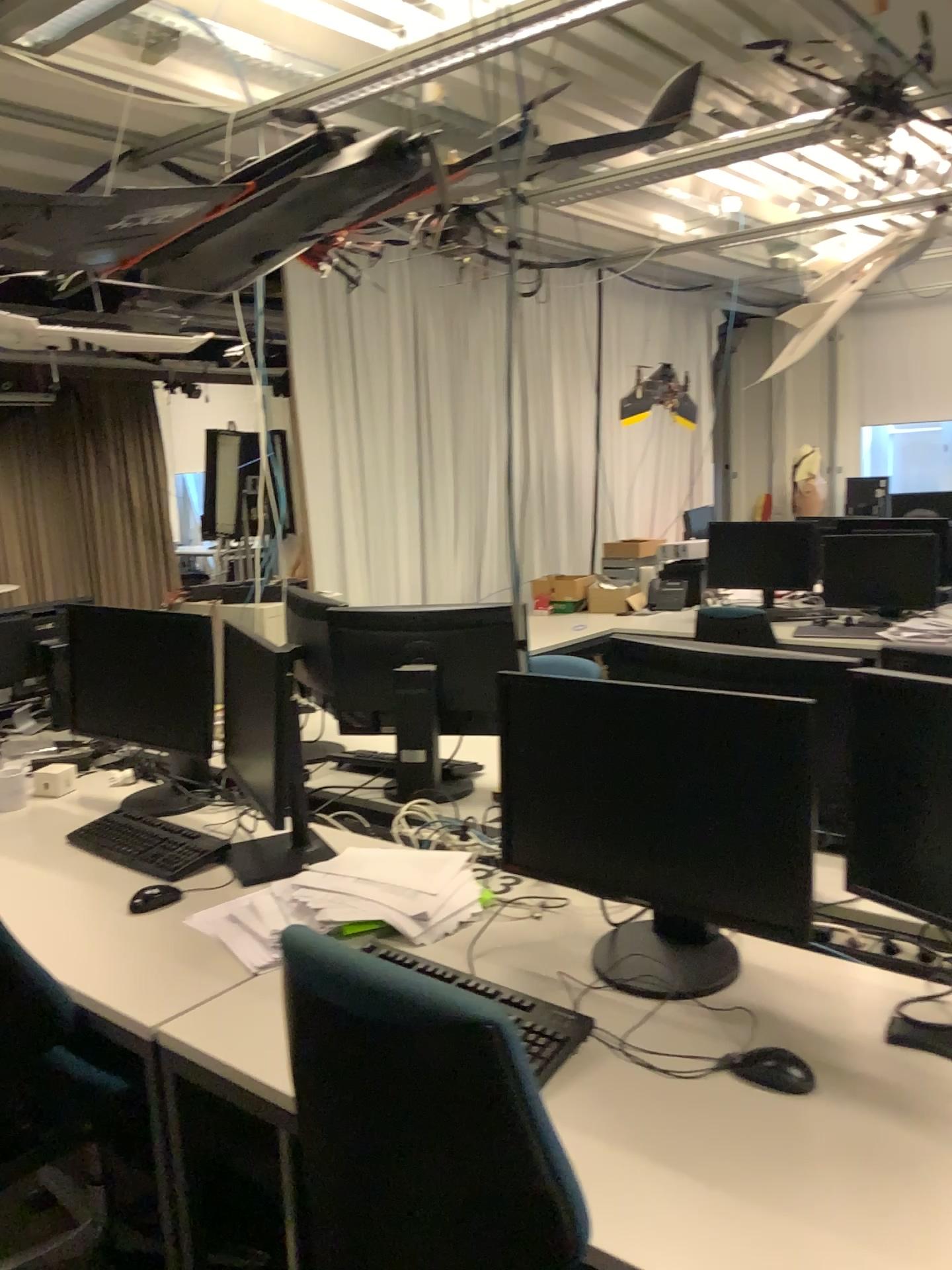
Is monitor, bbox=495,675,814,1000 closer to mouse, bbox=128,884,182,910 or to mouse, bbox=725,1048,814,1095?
mouse, bbox=725,1048,814,1095

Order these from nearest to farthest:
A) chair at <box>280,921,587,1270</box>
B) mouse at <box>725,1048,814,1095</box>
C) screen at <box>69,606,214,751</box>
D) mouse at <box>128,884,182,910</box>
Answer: chair at <box>280,921,587,1270</box> < mouse at <box>725,1048,814,1095</box> < mouse at <box>128,884,182,910</box> < screen at <box>69,606,214,751</box>

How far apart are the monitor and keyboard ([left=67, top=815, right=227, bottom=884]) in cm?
81

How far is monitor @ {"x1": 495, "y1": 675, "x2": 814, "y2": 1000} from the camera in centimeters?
157cm

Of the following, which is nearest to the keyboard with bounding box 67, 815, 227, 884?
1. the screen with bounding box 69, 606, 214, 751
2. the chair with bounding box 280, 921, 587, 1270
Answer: the screen with bounding box 69, 606, 214, 751

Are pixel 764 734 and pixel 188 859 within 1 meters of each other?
no

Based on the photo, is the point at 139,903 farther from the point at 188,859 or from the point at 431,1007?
the point at 431,1007

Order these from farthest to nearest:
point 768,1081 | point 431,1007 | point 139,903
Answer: point 139,903
point 768,1081
point 431,1007

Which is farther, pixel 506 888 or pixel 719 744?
pixel 506 888

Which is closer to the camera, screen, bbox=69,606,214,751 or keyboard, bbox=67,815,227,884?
keyboard, bbox=67,815,227,884
